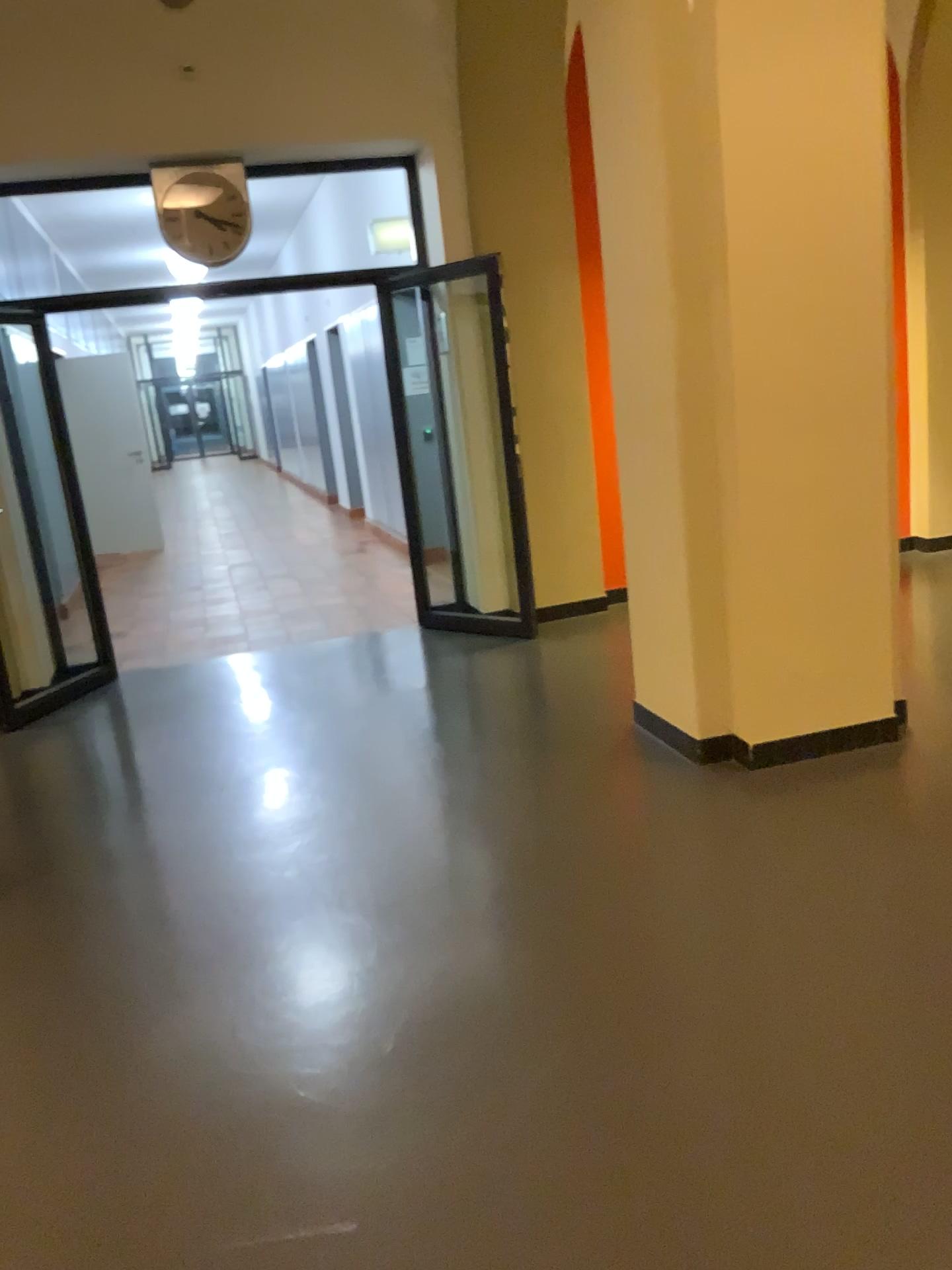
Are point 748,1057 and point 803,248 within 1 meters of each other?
no
